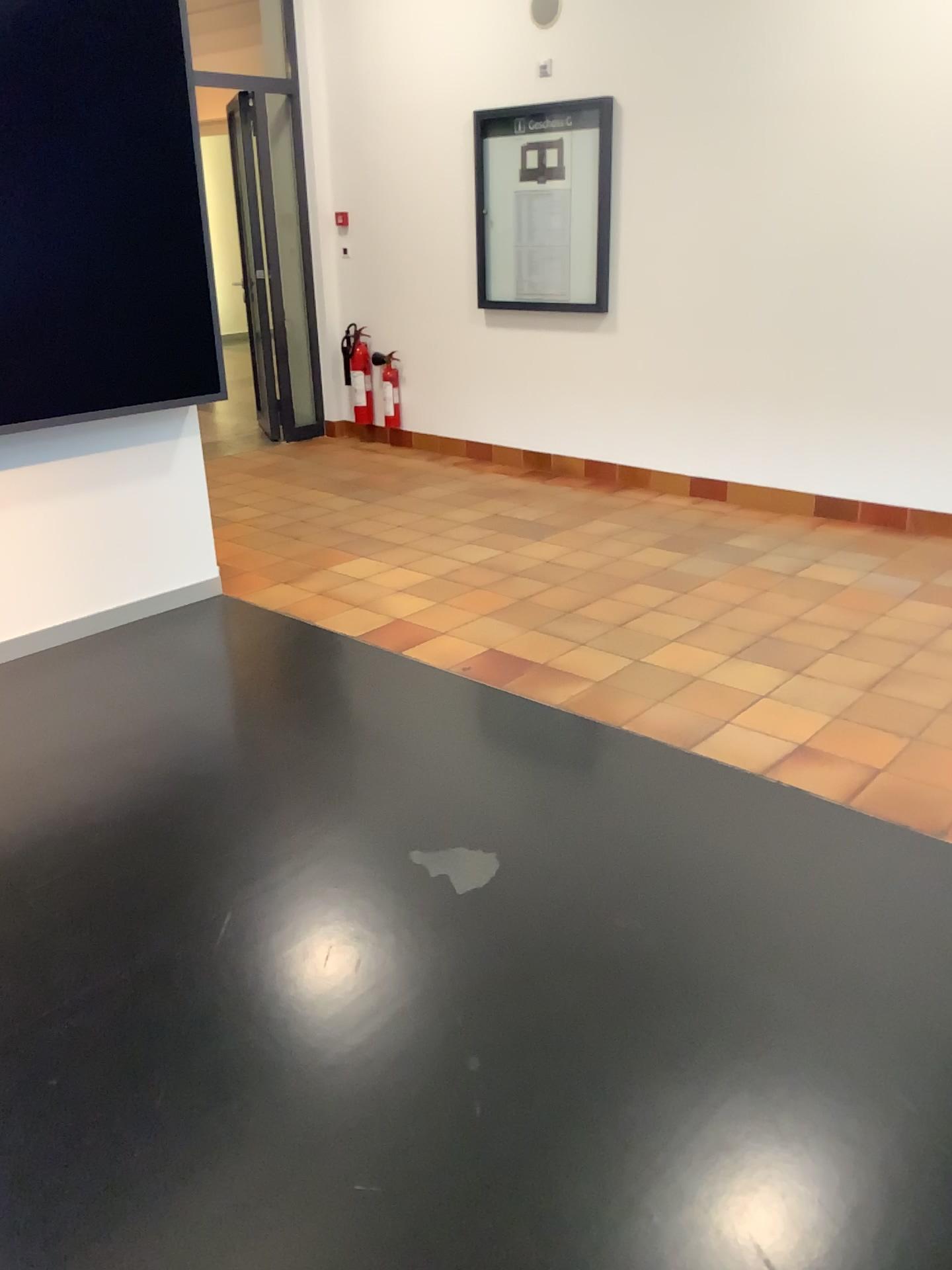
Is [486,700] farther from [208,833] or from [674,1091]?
[674,1091]
